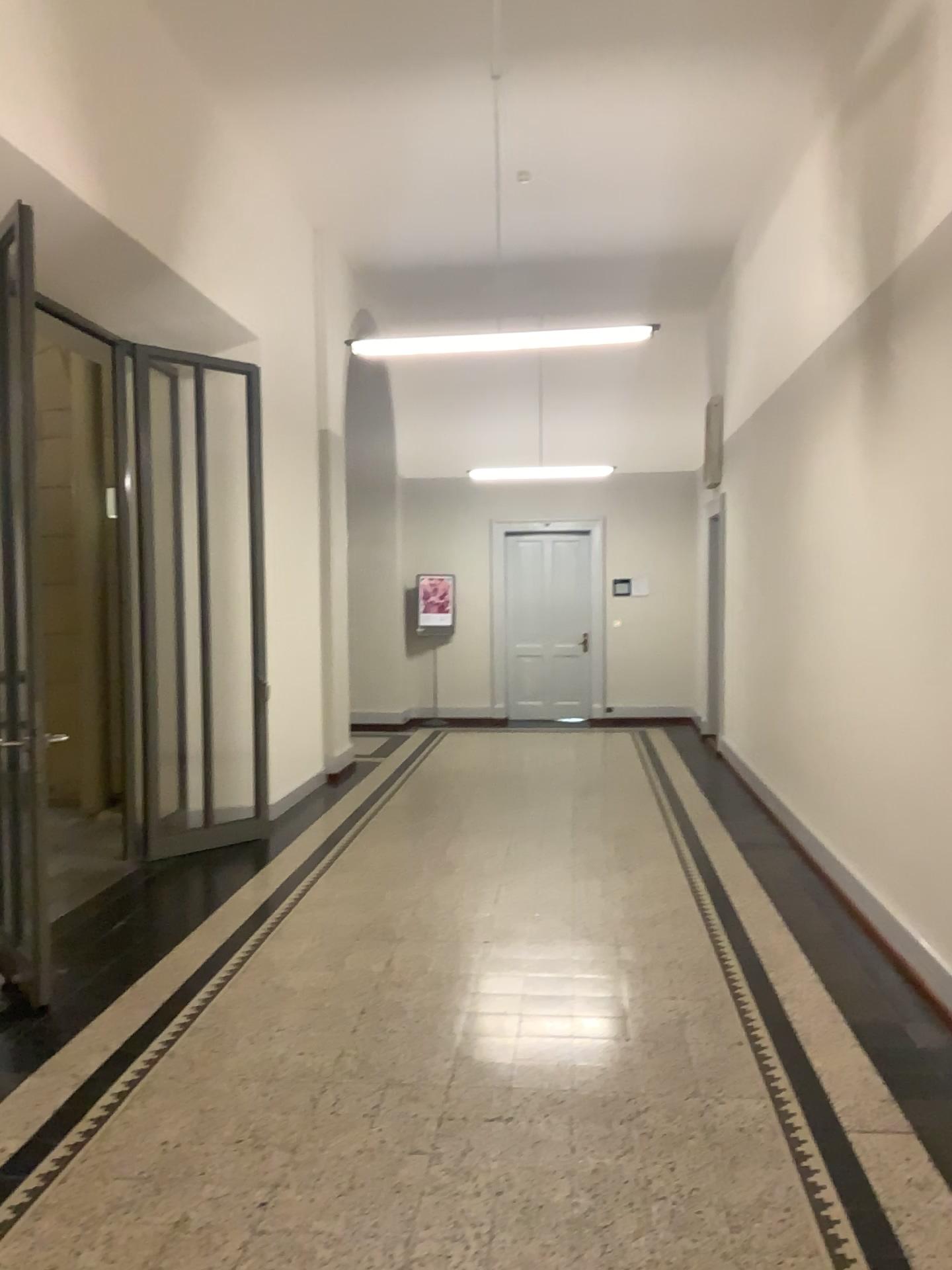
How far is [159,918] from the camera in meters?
5.0
